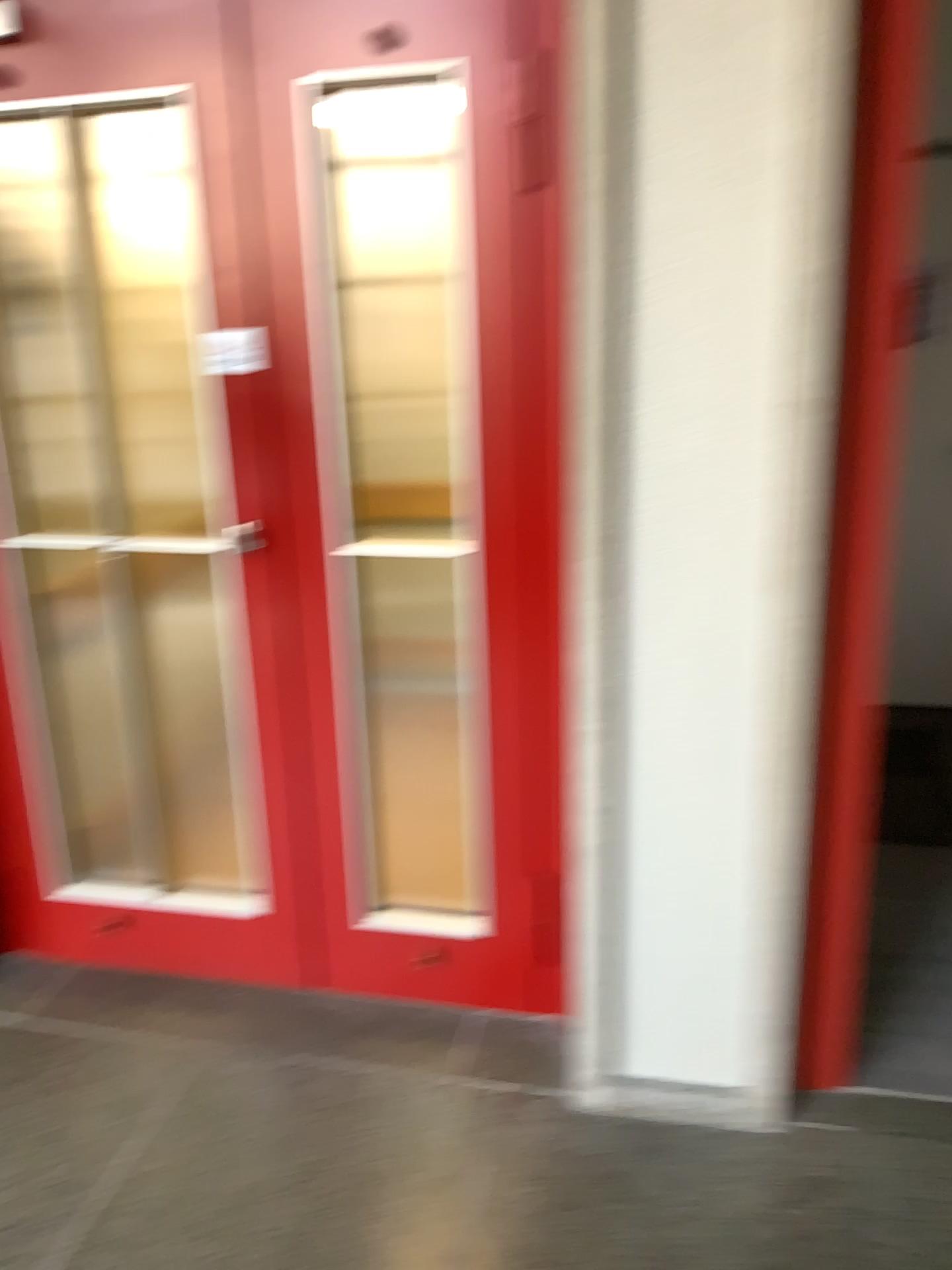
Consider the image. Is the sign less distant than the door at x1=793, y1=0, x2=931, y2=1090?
No

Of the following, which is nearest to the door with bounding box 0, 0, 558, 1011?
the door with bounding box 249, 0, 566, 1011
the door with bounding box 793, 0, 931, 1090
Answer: the door with bounding box 249, 0, 566, 1011

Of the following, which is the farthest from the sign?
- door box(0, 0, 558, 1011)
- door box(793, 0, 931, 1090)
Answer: door box(793, 0, 931, 1090)

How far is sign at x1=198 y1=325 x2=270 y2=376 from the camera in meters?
2.1 m

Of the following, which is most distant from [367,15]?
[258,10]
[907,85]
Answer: [907,85]

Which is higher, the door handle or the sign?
the sign

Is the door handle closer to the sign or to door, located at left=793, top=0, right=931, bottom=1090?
the sign

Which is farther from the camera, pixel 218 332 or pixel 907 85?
pixel 218 332

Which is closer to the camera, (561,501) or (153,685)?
(561,501)

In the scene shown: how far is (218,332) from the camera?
2.1m
